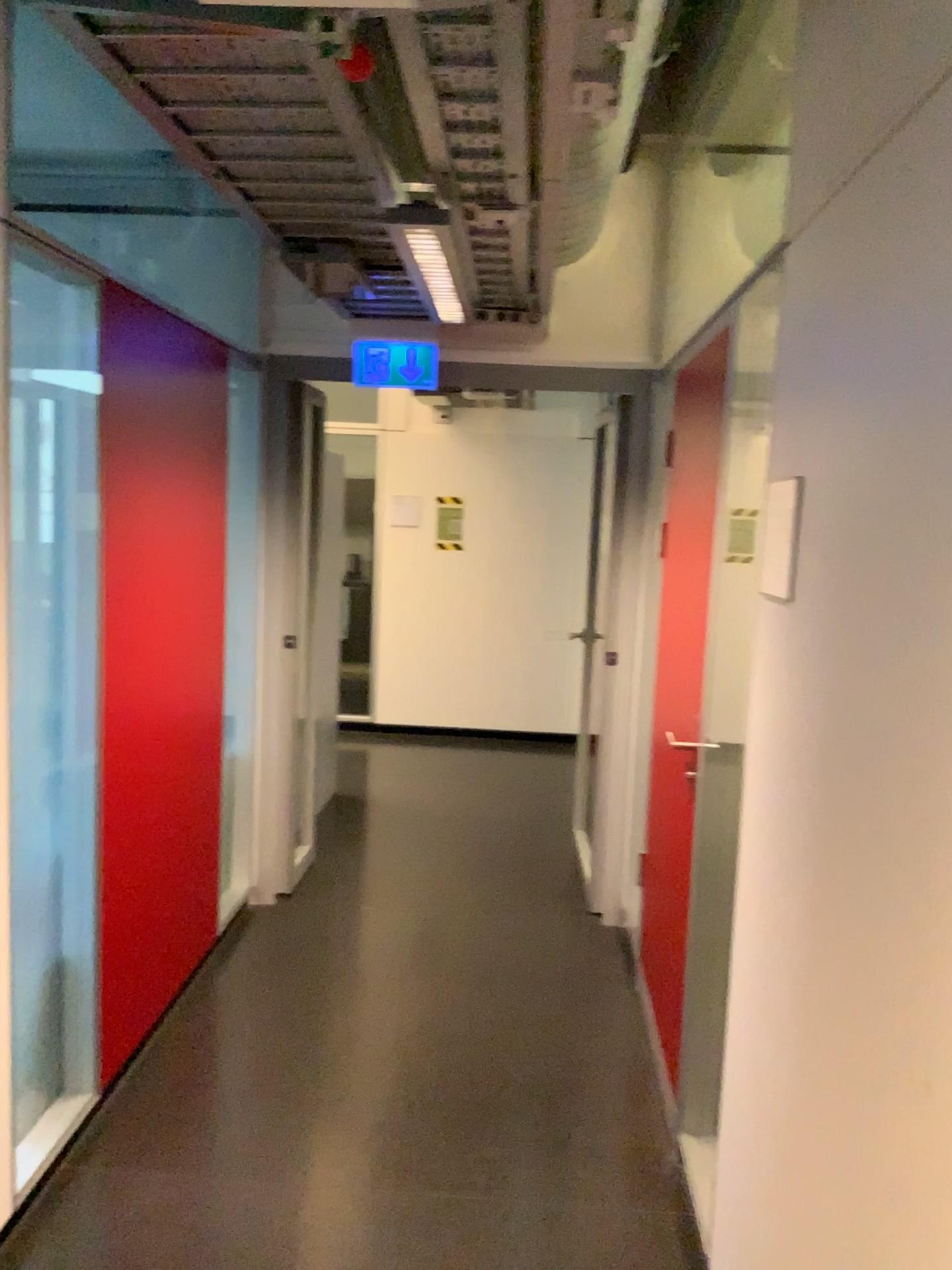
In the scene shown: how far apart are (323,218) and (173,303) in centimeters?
123cm

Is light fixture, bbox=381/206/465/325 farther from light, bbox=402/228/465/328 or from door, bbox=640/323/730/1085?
door, bbox=640/323/730/1085

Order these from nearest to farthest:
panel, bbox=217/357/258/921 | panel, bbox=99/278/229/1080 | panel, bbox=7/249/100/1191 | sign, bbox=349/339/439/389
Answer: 1. panel, bbox=7/249/100/1191
2. panel, bbox=99/278/229/1080
3. panel, bbox=217/357/258/921
4. sign, bbox=349/339/439/389

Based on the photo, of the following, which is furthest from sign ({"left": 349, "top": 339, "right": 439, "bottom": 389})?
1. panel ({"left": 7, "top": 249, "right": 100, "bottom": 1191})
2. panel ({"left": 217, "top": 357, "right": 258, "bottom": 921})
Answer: panel ({"left": 7, "top": 249, "right": 100, "bottom": 1191})

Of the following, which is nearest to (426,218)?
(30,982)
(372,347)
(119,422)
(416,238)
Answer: (416,238)

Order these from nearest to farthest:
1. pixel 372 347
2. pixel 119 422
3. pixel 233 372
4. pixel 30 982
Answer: pixel 30 982 < pixel 119 422 < pixel 233 372 < pixel 372 347

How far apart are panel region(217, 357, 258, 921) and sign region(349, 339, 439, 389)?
0.40m

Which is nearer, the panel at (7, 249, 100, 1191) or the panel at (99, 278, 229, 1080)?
the panel at (7, 249, 100, 1191)

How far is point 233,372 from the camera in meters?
3.6 m

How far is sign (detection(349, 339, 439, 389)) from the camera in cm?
395
